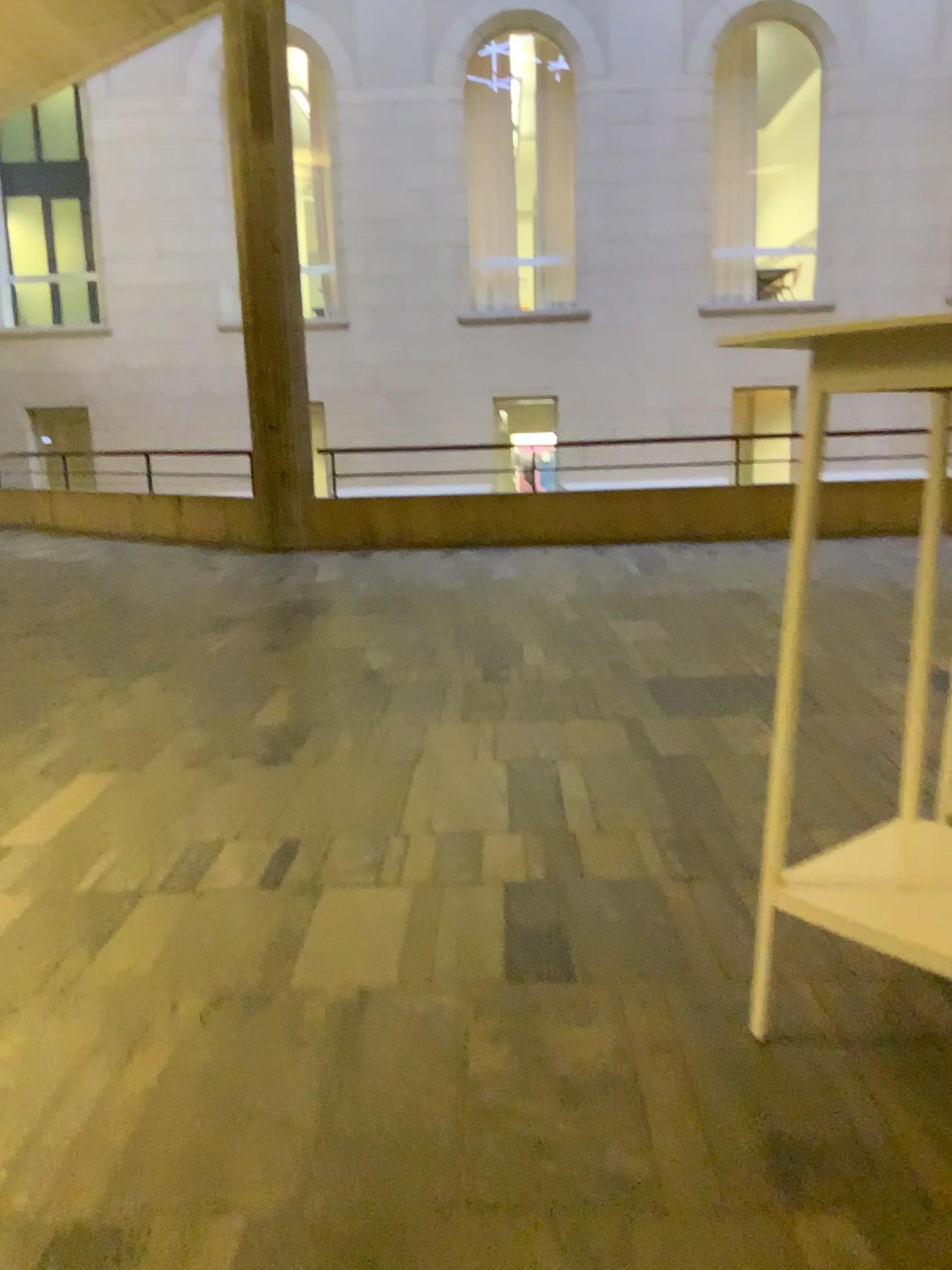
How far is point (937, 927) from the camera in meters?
1.6

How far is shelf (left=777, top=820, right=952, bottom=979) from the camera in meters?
1.6

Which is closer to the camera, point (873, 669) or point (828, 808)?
point (828, 808)
